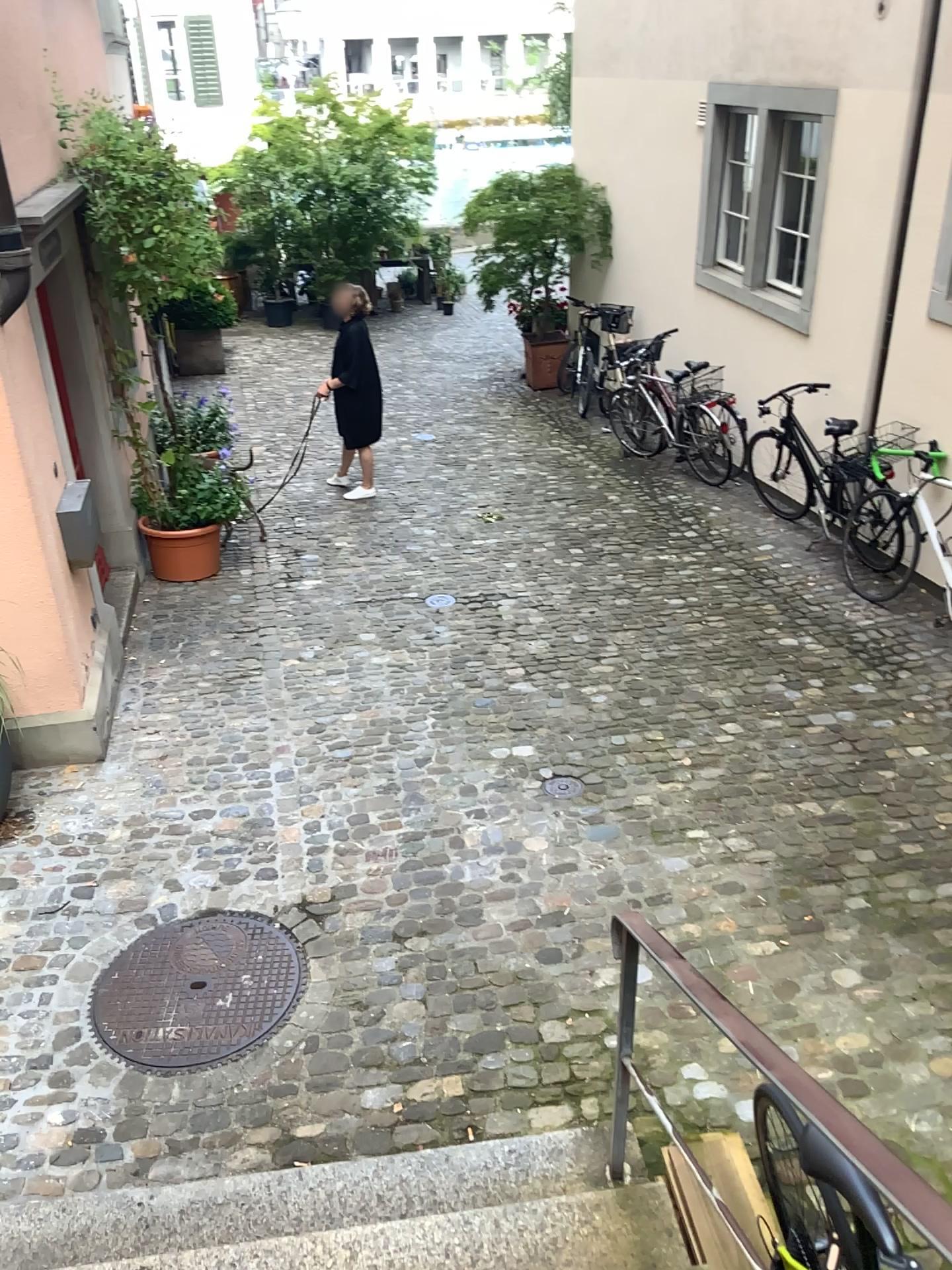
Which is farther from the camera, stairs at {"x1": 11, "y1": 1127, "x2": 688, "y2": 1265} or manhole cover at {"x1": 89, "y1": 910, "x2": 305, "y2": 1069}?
manhole cover at {"x1": 89, "y1": 910, "x2": 305, "y2": 1069}

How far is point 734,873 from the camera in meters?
4.0

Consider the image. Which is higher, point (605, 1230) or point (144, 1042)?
point (605, 1230)

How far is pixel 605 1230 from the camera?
2.5m

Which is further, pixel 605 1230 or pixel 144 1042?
pixel 144 1042

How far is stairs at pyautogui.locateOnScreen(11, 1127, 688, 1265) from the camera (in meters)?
2.47
